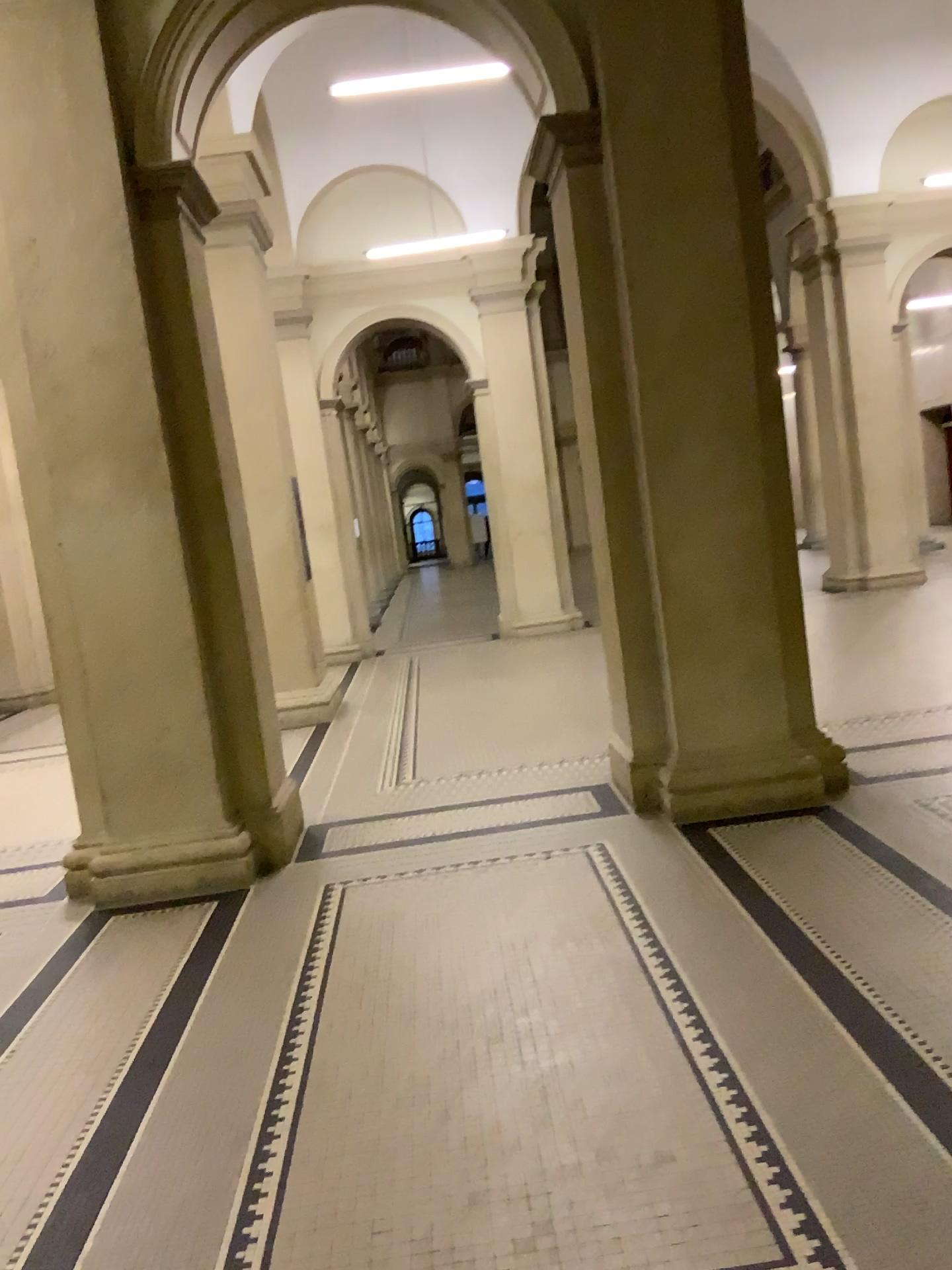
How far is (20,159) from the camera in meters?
4.5 m

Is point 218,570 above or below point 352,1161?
above

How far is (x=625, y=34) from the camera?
4.66m

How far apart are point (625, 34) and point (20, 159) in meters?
2.7

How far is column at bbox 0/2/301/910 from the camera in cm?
452

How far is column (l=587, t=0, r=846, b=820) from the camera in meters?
4.7

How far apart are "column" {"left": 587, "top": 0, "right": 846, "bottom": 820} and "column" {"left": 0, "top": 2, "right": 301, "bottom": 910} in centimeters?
184cm
